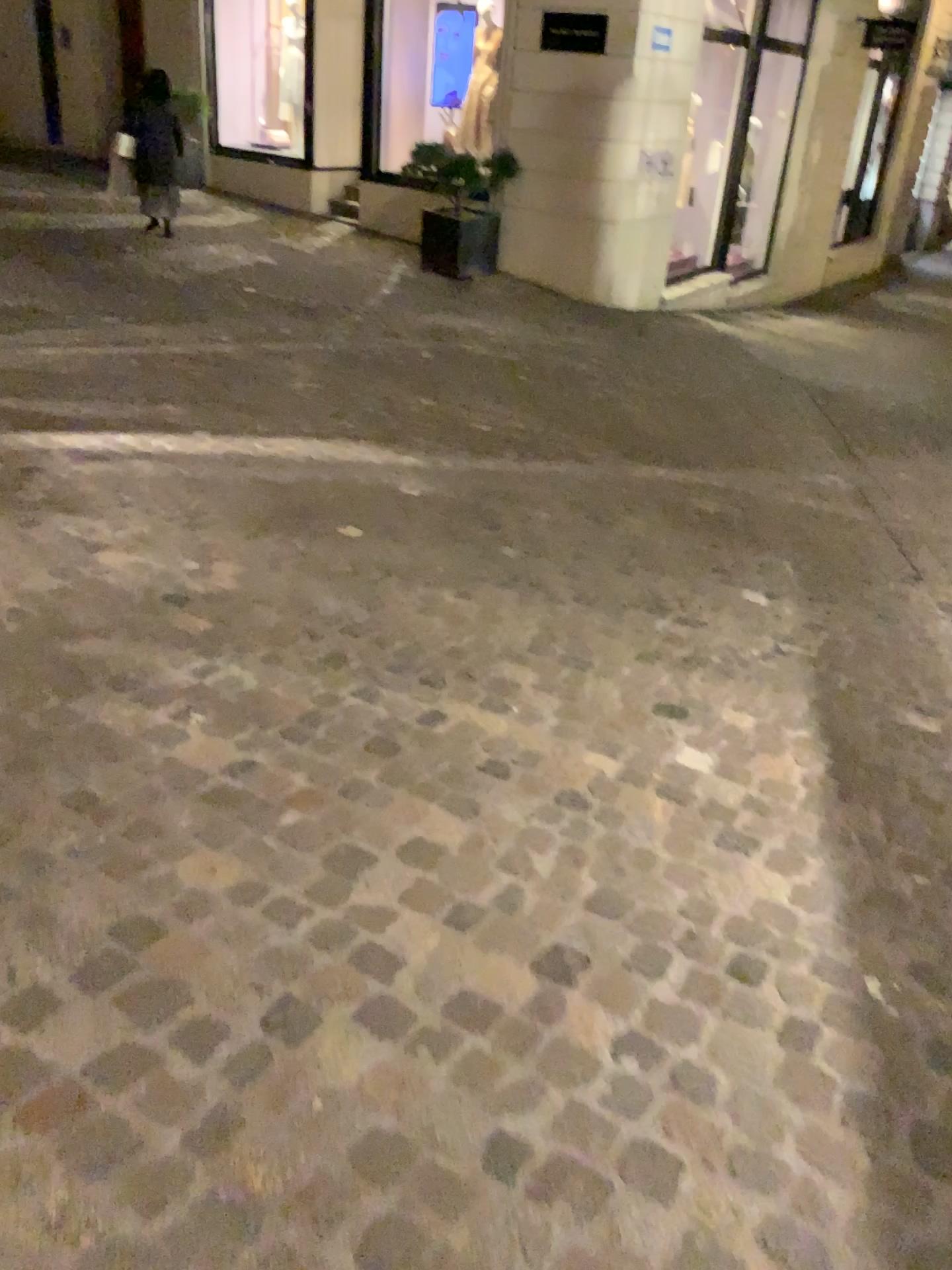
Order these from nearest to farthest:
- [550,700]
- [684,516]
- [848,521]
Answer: [550,700] → [684,516] → [848,521]
